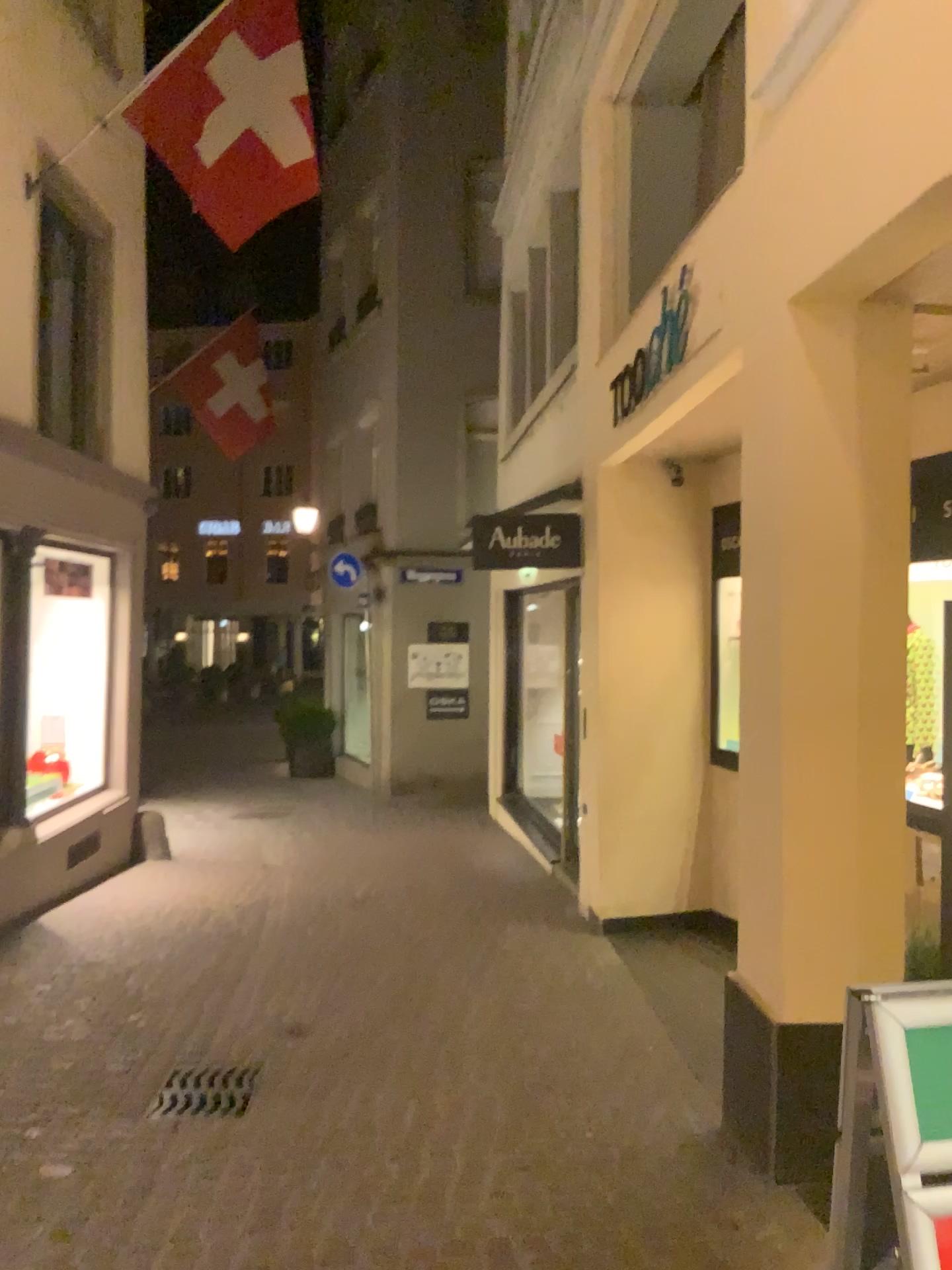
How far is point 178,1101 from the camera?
4.0m

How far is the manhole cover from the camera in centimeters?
397cm

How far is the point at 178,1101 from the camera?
4.0m

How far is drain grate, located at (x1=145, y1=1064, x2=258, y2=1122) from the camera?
3.97m

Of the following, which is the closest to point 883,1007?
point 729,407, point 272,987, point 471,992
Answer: → point 729,407
